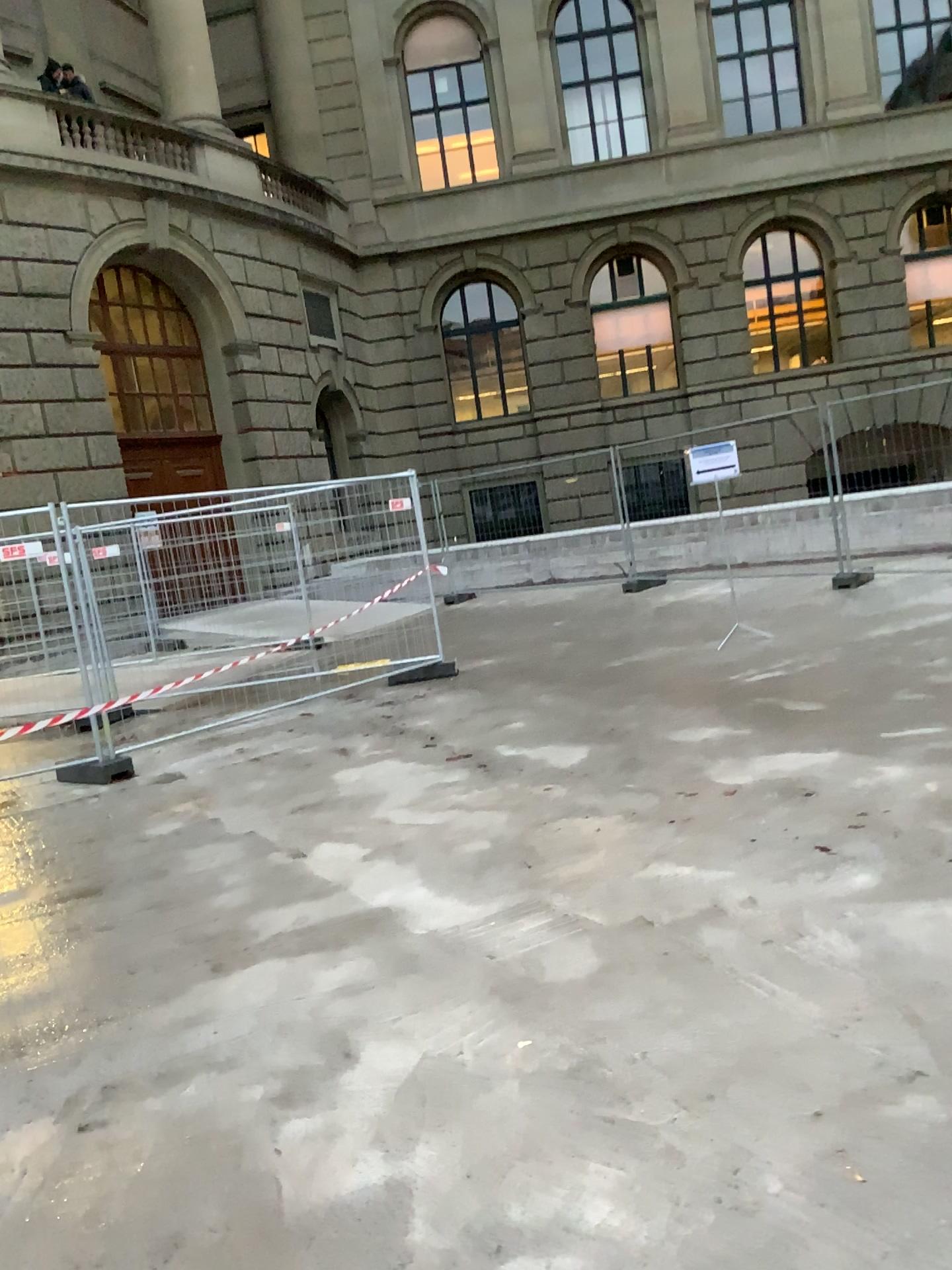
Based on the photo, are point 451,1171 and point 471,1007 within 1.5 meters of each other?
Answer: yes
